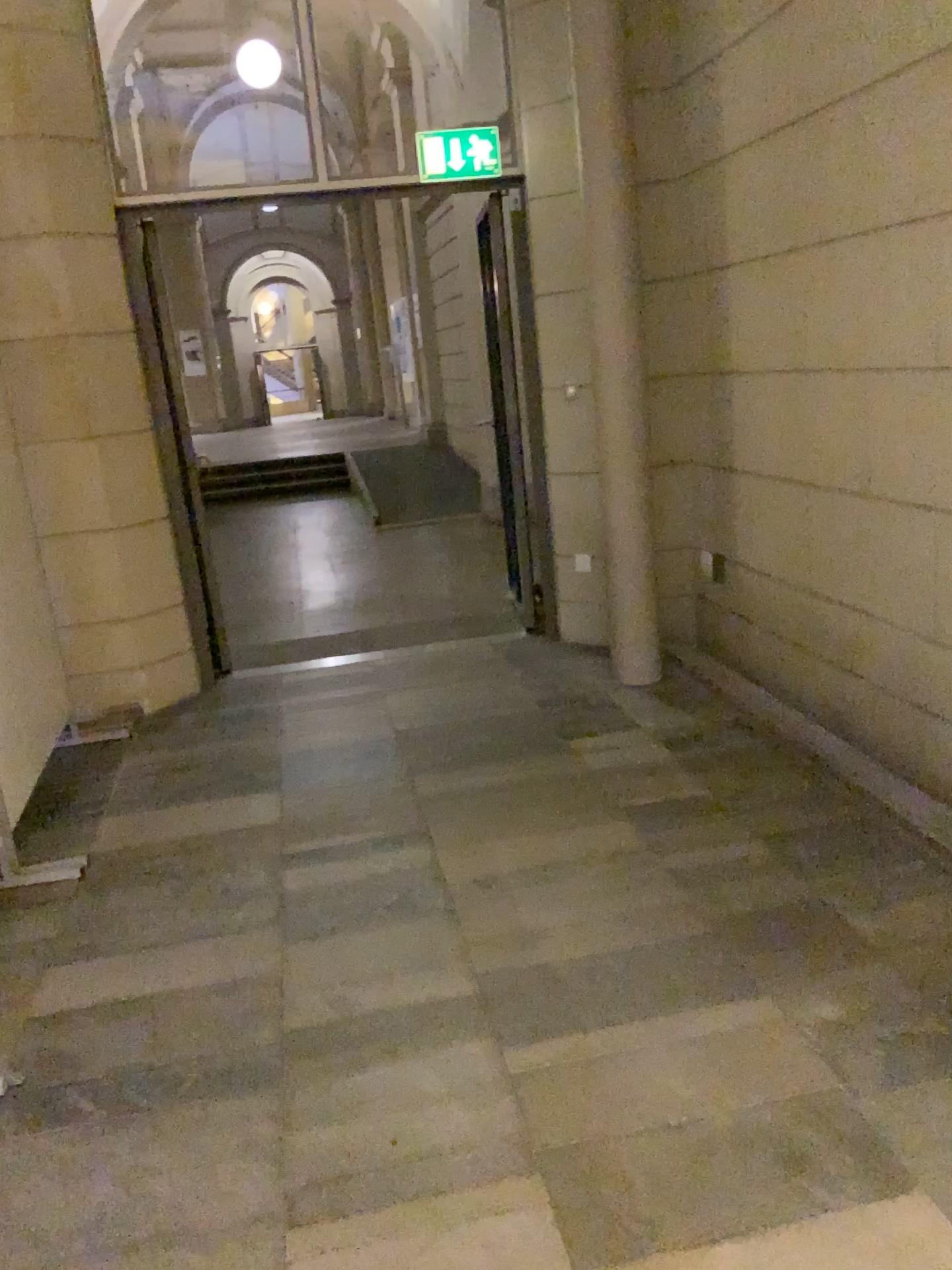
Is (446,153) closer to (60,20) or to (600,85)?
(600,85)

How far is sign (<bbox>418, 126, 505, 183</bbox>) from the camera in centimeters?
470cm

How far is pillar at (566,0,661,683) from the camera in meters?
4.3

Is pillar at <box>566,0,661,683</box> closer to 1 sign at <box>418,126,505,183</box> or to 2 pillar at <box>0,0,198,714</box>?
1 sign at <box>418,126,505,183</box>

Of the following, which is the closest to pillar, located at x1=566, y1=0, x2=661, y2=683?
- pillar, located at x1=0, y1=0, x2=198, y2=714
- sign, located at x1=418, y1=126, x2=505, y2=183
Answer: sign, located at x1=418, y1=126, x2=505, y2=183

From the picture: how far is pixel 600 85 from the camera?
4.33m

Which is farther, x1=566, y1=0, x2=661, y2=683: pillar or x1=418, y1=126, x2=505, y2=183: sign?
x1=418, y1=126, x2=505, y2=183: sign

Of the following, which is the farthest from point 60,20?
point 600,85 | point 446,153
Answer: point 600,85

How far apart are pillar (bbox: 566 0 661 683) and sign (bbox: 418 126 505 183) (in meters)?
0.56

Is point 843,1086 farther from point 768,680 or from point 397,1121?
point 768,680
